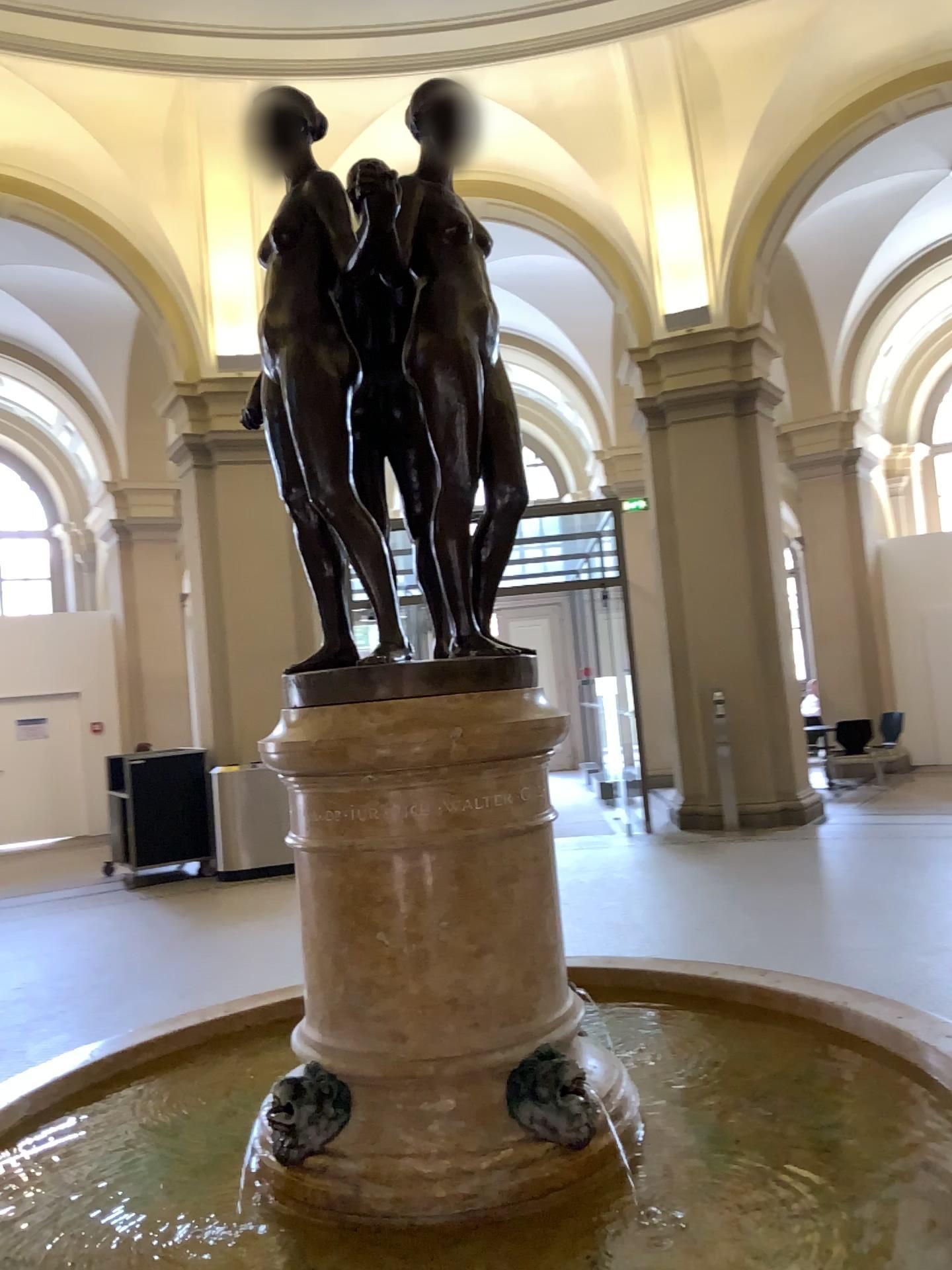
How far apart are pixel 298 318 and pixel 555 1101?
1.28m

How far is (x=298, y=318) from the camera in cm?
171

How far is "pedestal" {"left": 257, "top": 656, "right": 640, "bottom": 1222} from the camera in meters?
1.6 m

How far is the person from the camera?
1.7m

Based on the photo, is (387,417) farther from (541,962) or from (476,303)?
(541,962)

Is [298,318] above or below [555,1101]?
above
